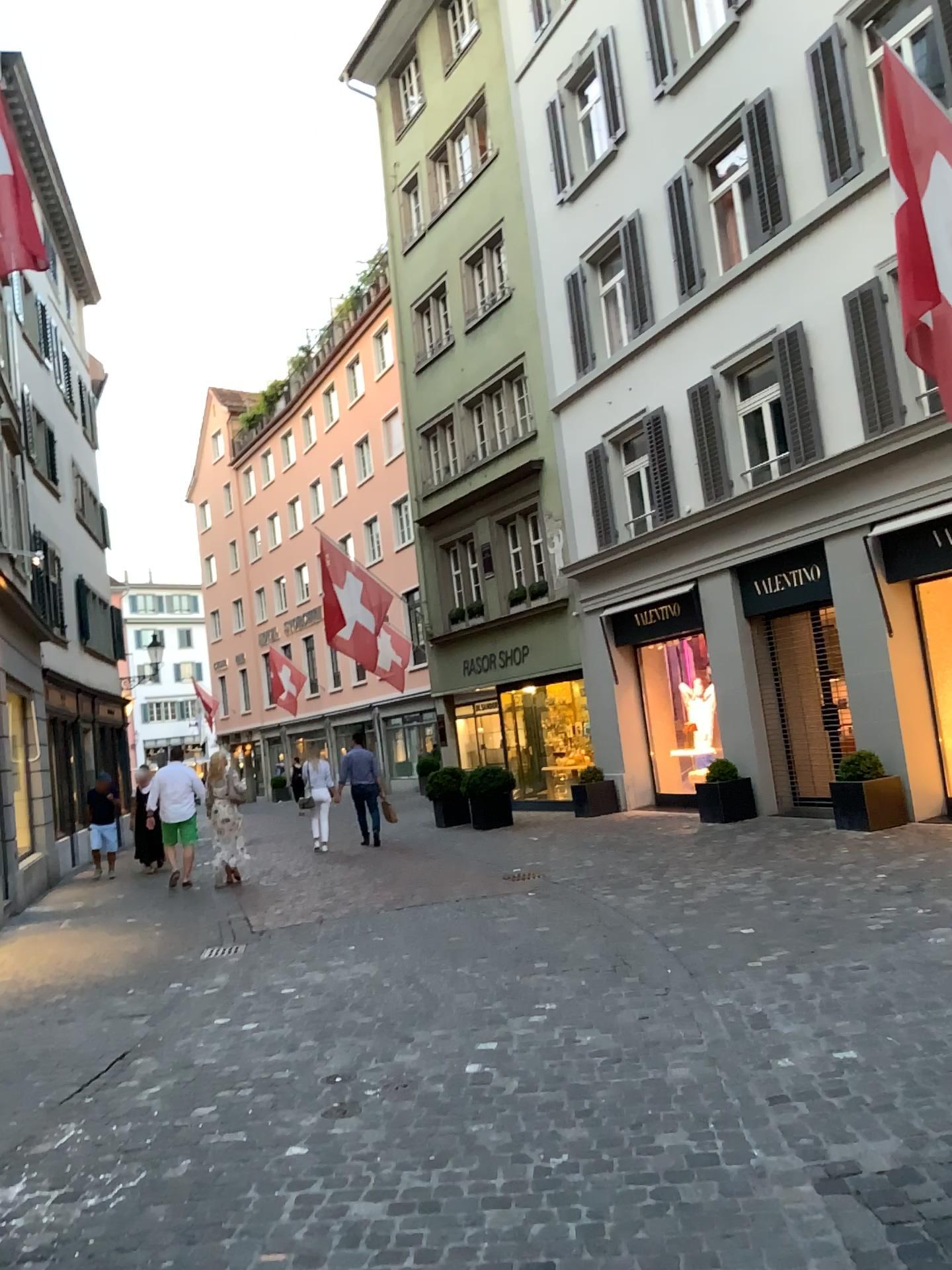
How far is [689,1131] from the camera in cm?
351
